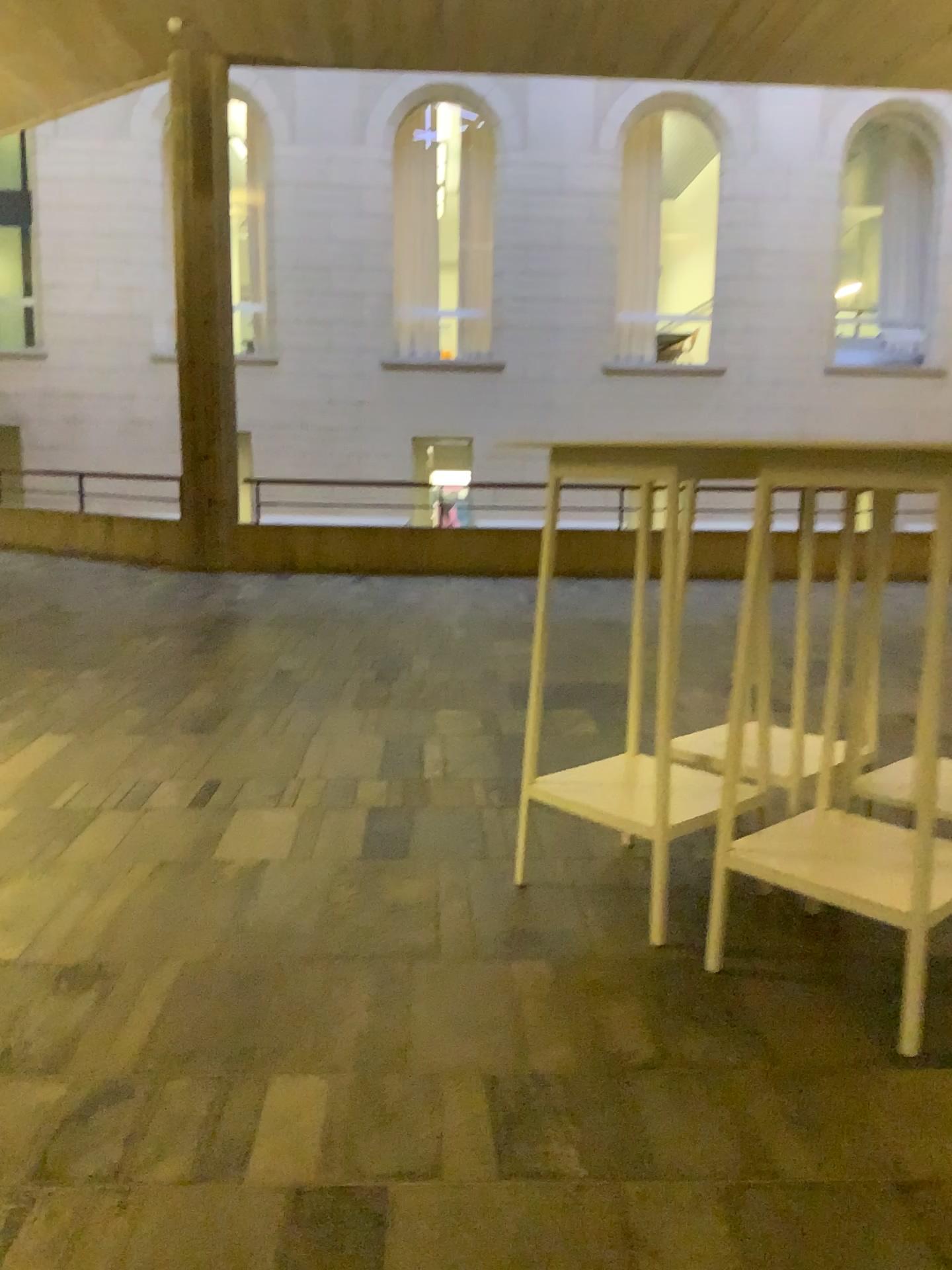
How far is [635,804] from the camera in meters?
2.6 m

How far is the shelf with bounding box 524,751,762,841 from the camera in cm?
255

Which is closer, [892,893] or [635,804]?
[892,893]

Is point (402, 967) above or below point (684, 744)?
below

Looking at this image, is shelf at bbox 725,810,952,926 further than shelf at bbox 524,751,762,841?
No
